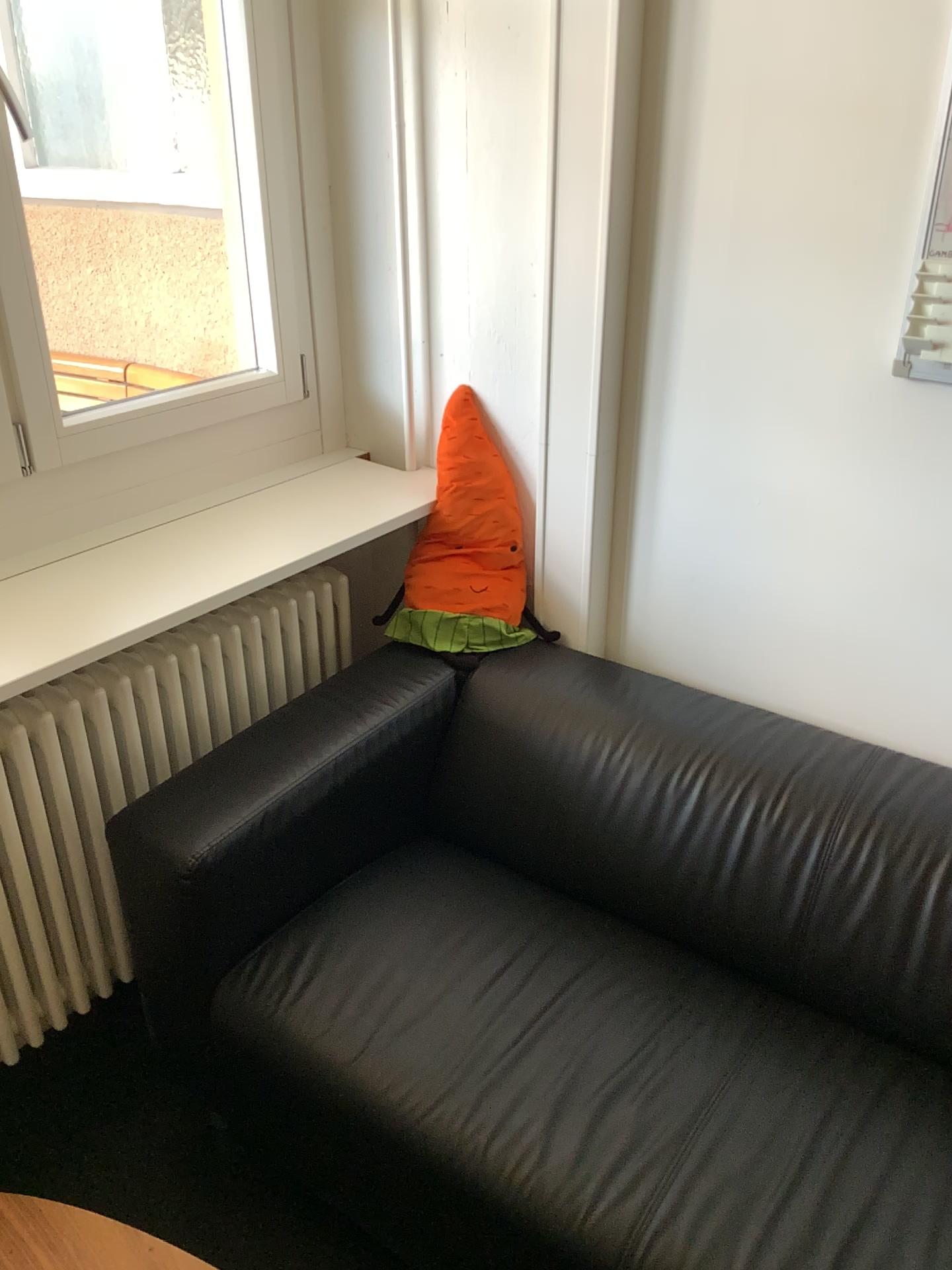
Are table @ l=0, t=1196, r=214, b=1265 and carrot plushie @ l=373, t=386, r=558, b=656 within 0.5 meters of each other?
no

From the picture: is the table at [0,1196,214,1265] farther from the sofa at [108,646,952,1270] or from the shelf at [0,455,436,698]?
the shelf at [0,455,436,698]

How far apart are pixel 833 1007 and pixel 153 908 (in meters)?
1.02

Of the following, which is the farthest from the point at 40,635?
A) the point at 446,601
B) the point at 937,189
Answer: the point at 937,189

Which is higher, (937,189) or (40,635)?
(937,189)

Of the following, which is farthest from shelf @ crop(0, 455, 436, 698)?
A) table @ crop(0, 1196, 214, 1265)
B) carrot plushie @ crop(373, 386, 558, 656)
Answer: table @ crop(0, 1196, 214, 1265)

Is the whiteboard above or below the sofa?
above

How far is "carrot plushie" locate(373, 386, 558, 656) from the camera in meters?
2.0

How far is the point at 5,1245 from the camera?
1.2m

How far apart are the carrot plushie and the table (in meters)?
1.04
